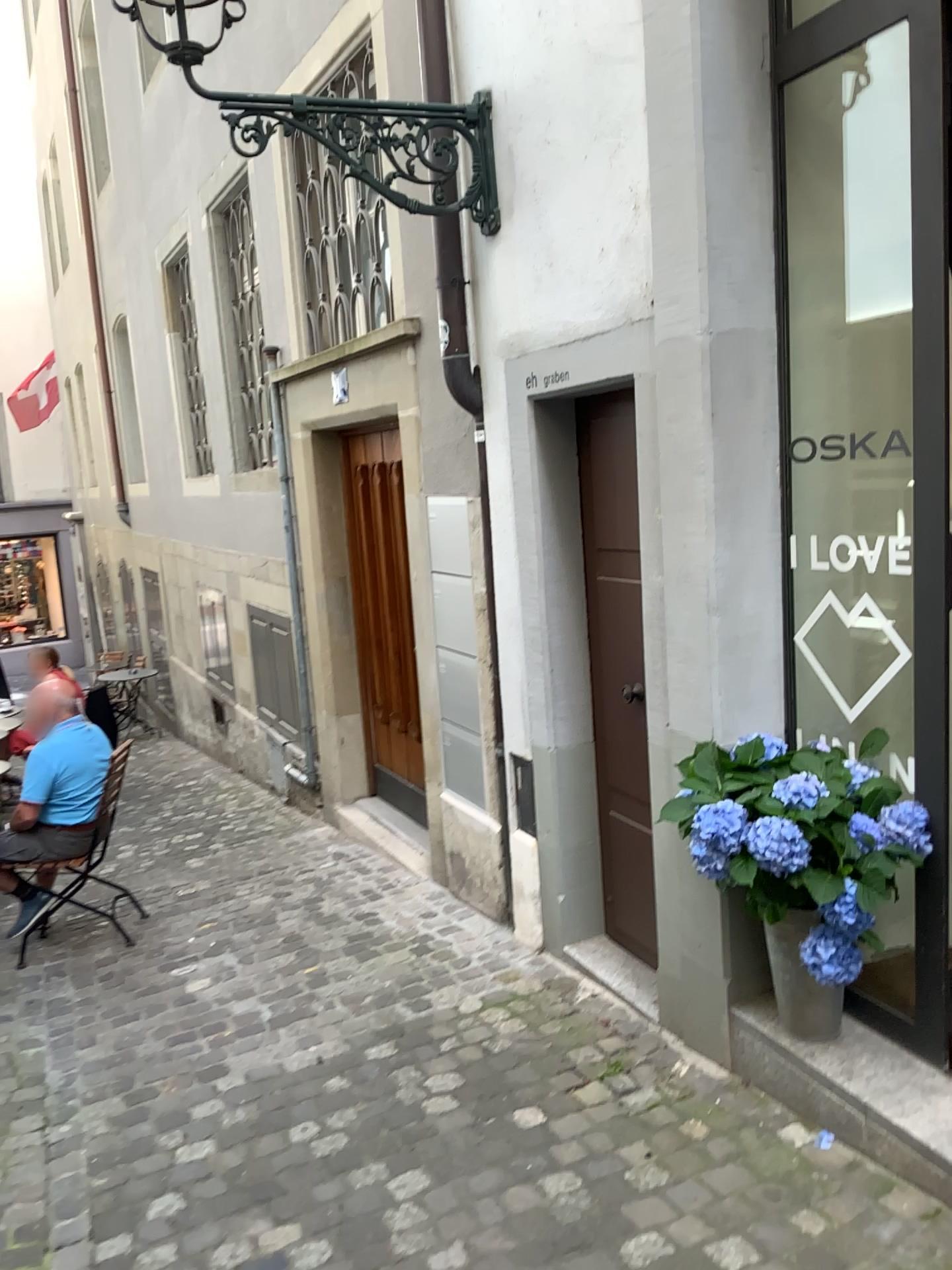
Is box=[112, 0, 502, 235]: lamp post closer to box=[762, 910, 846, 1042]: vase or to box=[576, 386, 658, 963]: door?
box=[576, 386, 658, 963]: door

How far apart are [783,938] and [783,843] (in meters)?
0.33

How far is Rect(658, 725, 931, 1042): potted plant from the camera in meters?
2.4

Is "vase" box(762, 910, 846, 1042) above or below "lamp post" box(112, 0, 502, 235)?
below

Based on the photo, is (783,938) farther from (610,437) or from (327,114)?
(327,114)

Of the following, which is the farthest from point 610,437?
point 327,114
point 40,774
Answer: point 40,774

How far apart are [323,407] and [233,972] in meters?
2.7

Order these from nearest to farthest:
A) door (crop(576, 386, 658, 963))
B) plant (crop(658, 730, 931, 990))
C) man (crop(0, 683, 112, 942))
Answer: plant (crop(658, 730, 931, 990)) → door (crop(576, 386, 658, 963)) → man (crop(0, 683, 112, 942))

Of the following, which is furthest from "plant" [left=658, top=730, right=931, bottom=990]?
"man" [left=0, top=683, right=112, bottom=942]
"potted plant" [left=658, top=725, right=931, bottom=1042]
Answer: "man" [left=0, top=683, right=112, bottom=942]

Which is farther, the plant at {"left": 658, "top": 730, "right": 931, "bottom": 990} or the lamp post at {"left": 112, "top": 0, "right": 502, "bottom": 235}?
the lamp post at {"left": 112, "top": 0, "right": 502, "bottom": 235}
